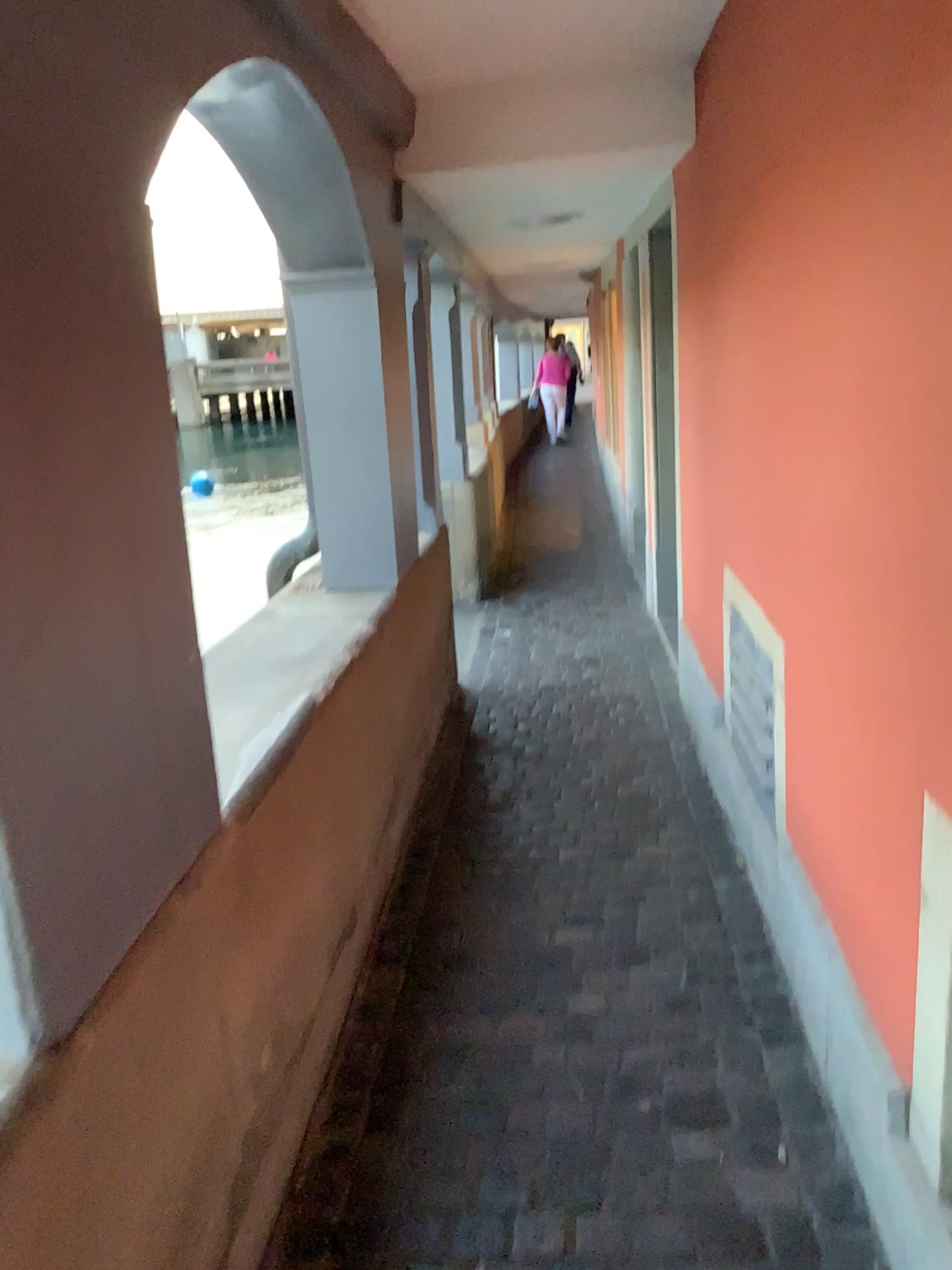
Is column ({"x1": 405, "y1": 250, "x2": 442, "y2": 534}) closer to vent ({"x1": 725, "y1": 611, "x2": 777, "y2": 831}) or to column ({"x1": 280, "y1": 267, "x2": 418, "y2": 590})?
column ({"x1": 280, "y1": 267, "x2": 418, "y2": 590})

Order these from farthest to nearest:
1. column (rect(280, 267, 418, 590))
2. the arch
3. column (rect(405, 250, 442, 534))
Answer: column (rect(405, 250, 442, 534))
column (rect(280, 267, 418, 590))
the arch

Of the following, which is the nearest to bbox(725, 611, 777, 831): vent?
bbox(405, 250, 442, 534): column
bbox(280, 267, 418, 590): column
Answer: bbox(280, 267, 418, 590): column

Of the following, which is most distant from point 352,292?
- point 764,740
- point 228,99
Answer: point 764,740

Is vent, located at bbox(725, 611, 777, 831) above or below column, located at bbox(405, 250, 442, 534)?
below

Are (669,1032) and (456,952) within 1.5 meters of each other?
yes

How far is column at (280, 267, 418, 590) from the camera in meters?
3.1 m

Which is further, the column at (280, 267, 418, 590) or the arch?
the column at (280, 267, 418, 590)

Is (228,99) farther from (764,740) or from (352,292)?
(764,740)

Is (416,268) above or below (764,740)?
above
